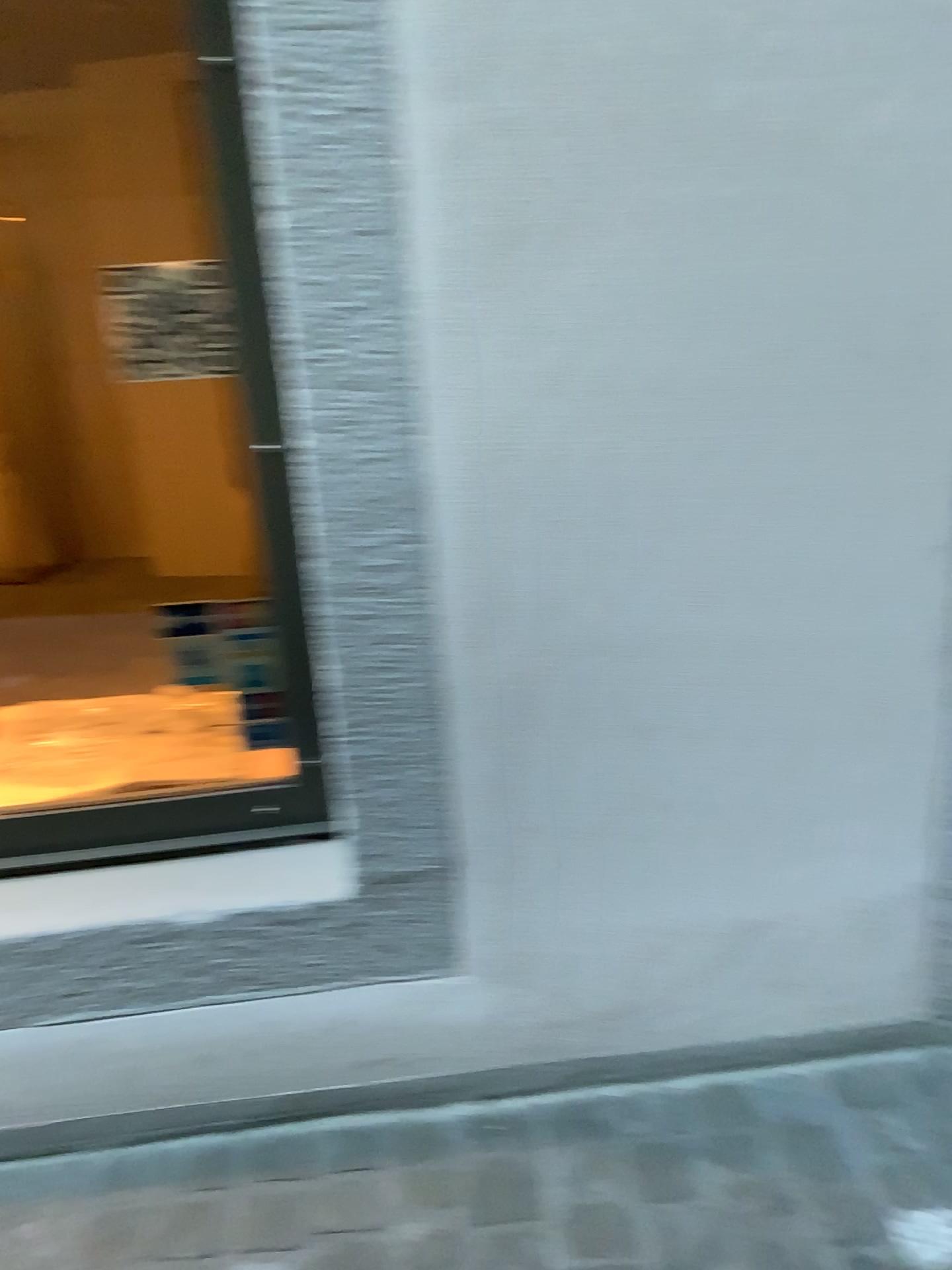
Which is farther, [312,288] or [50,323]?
[50,323]
